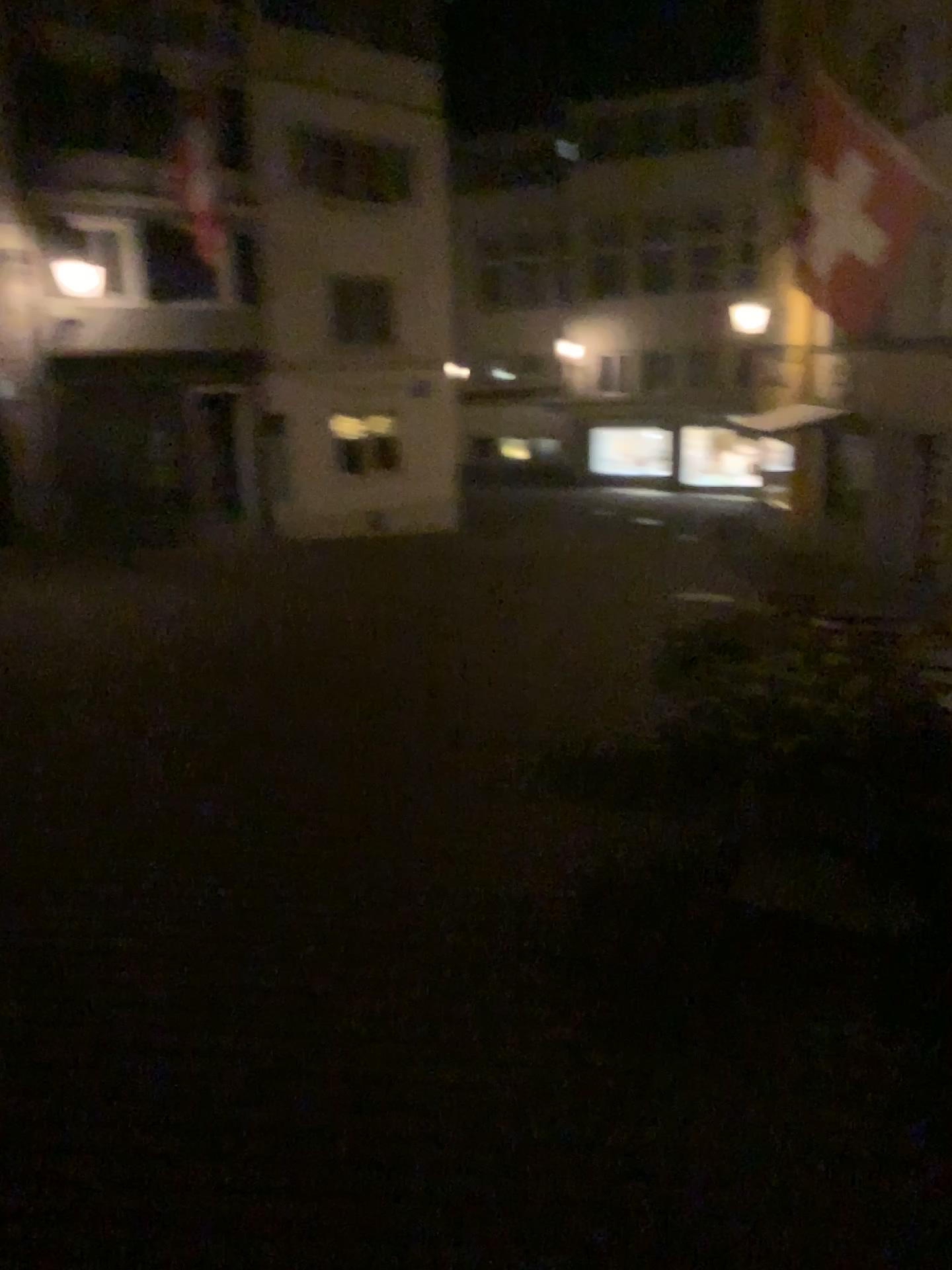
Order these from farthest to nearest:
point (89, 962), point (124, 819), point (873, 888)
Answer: point (124, 819), point (873, 888), point (89, 962)
